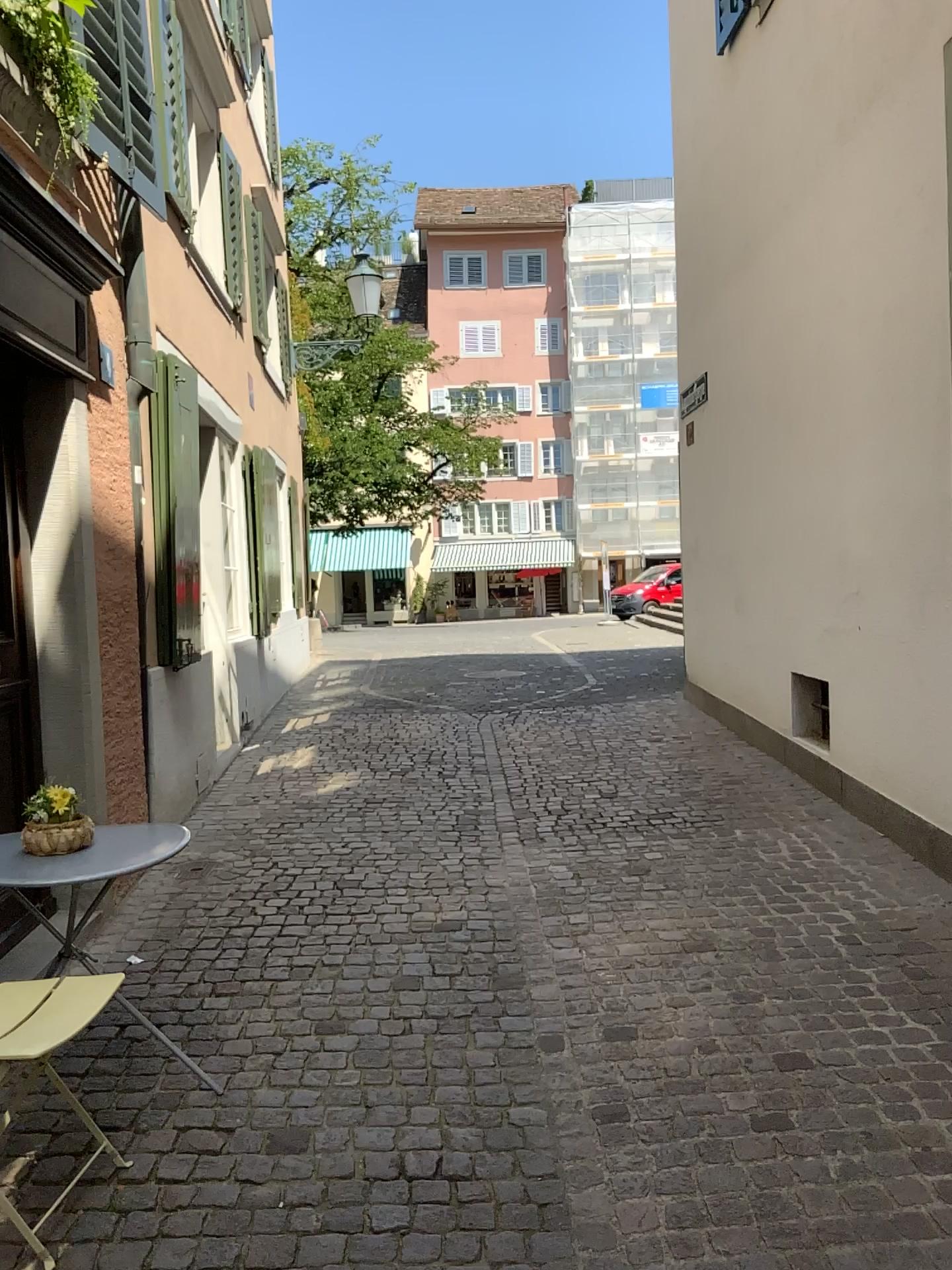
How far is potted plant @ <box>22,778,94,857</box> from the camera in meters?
2.7 m

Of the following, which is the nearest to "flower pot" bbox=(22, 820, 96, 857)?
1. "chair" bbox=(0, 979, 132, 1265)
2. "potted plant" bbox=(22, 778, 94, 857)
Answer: "potted plant" bbox=(22, 778, 94, 857)

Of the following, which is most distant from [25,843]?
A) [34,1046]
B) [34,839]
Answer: [34,1046]

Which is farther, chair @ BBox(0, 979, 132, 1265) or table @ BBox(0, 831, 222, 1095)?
table @ BBox(0, 831, 222, 1095)

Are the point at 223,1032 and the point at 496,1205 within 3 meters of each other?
yes

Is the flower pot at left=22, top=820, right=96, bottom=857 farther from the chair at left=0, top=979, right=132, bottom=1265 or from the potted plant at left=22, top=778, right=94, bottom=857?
the chair at left=0, top=979, right=132, bottom=1265

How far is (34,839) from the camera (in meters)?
2.72

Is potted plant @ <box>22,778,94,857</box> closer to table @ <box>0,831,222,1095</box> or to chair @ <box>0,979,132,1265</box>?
table @ <box>0,831,222,1095</box>

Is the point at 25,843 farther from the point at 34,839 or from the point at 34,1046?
the point at 34,1046
